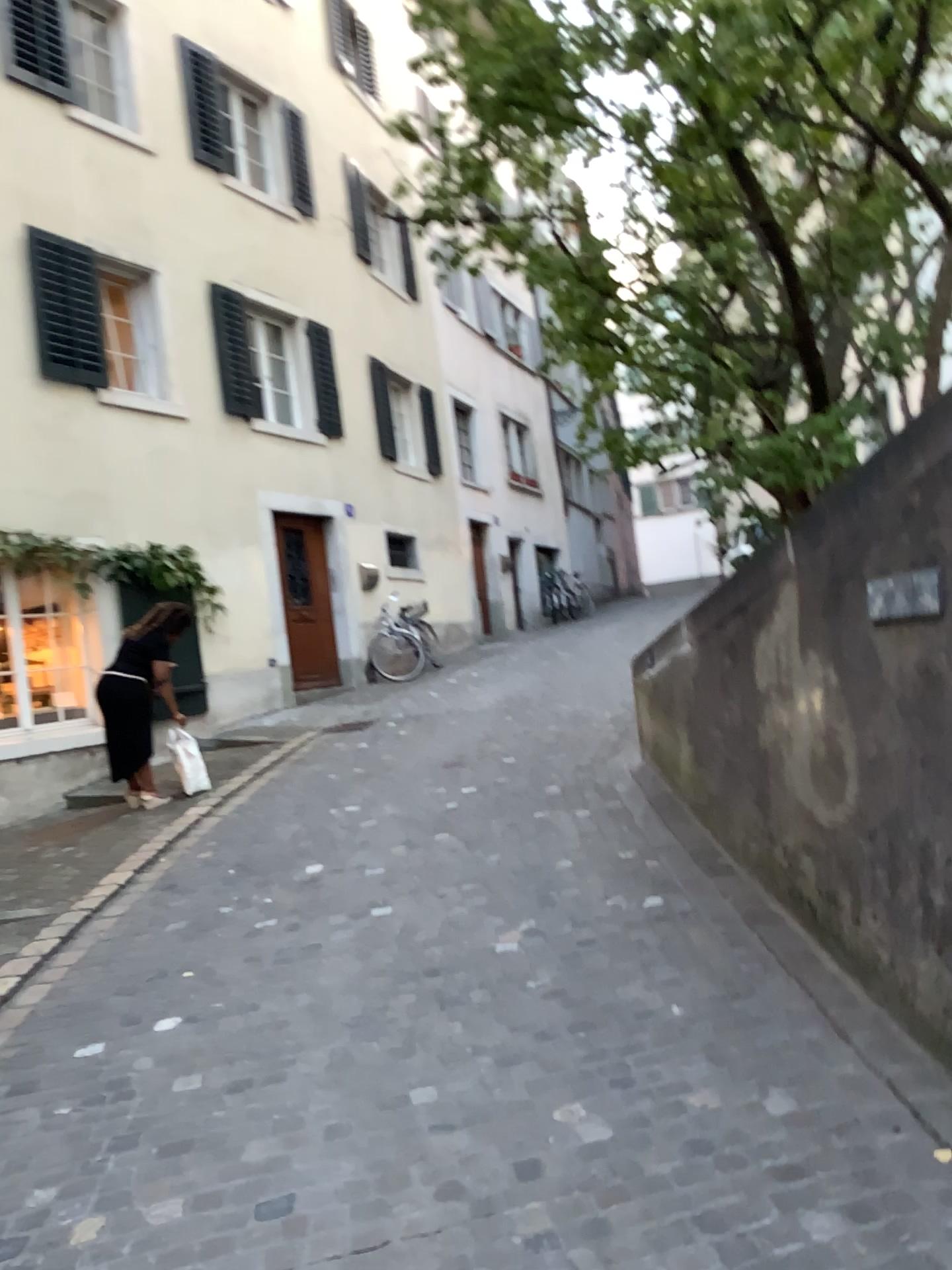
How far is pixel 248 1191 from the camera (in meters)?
2.65
